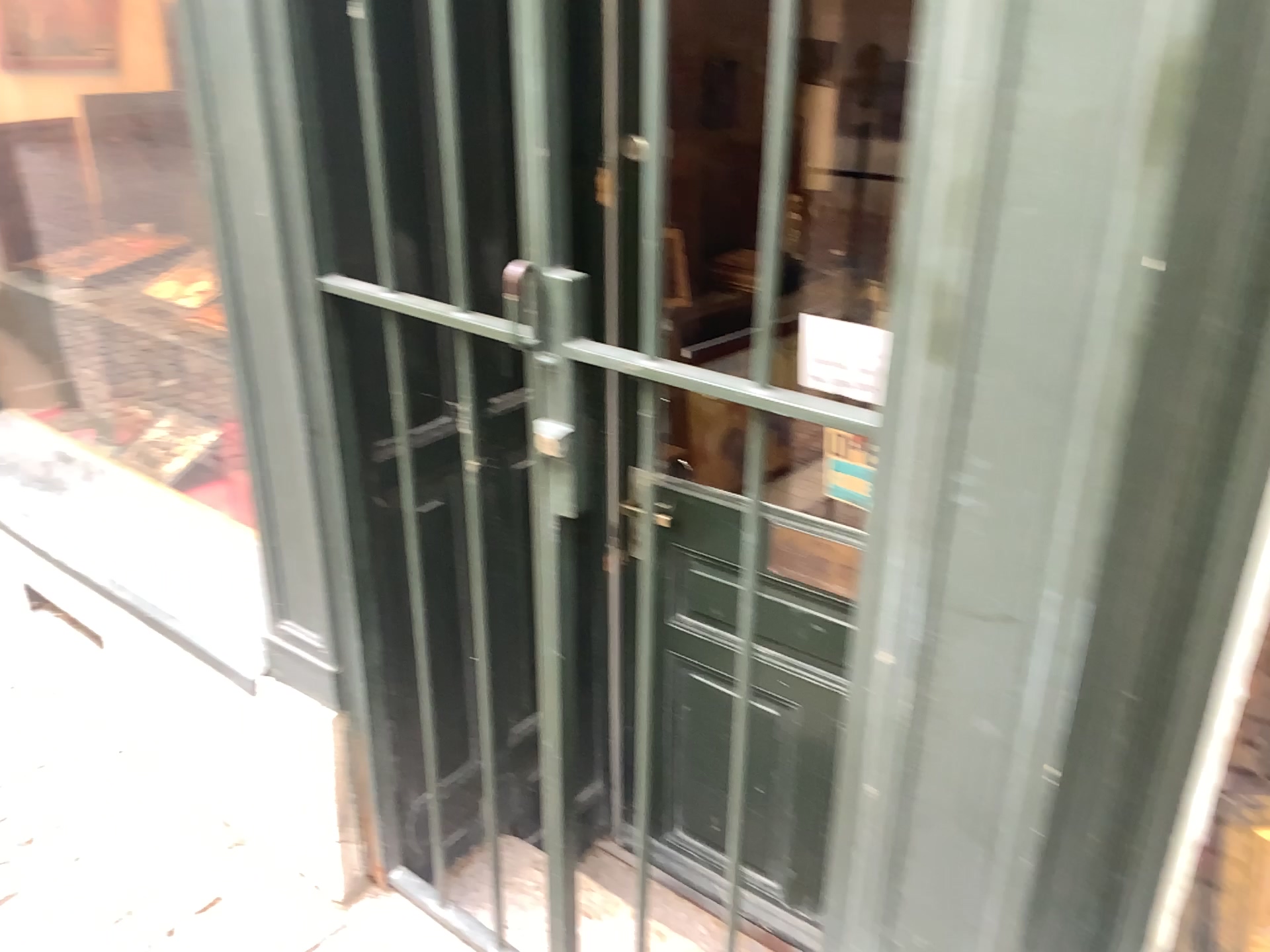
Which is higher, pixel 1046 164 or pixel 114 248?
pixel 1046 164

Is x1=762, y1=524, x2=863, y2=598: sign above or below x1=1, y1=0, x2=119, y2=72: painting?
below

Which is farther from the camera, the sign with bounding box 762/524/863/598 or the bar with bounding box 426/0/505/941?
the sign with bounding box 762/524/863/598

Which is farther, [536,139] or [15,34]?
[15,34]

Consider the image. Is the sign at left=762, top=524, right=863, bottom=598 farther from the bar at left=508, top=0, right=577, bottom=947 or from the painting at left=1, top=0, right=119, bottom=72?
the painting at left=1, top=0, right=119, bottom=72

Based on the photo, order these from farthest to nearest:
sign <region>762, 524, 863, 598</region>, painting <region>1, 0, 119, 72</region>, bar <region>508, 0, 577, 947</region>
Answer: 1. painting <region>1, 0, 119, 72</region>
2. sign <region>762, 524, 863, 598</region>
3. bar <region>508, 0, 577, 947</region>

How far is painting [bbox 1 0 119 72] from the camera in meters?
2.6

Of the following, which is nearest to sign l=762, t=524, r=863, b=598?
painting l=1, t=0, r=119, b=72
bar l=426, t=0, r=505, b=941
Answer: bar l=426, t=0, r=505, b=941

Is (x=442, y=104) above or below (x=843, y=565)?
above

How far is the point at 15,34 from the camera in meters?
2.6 m
